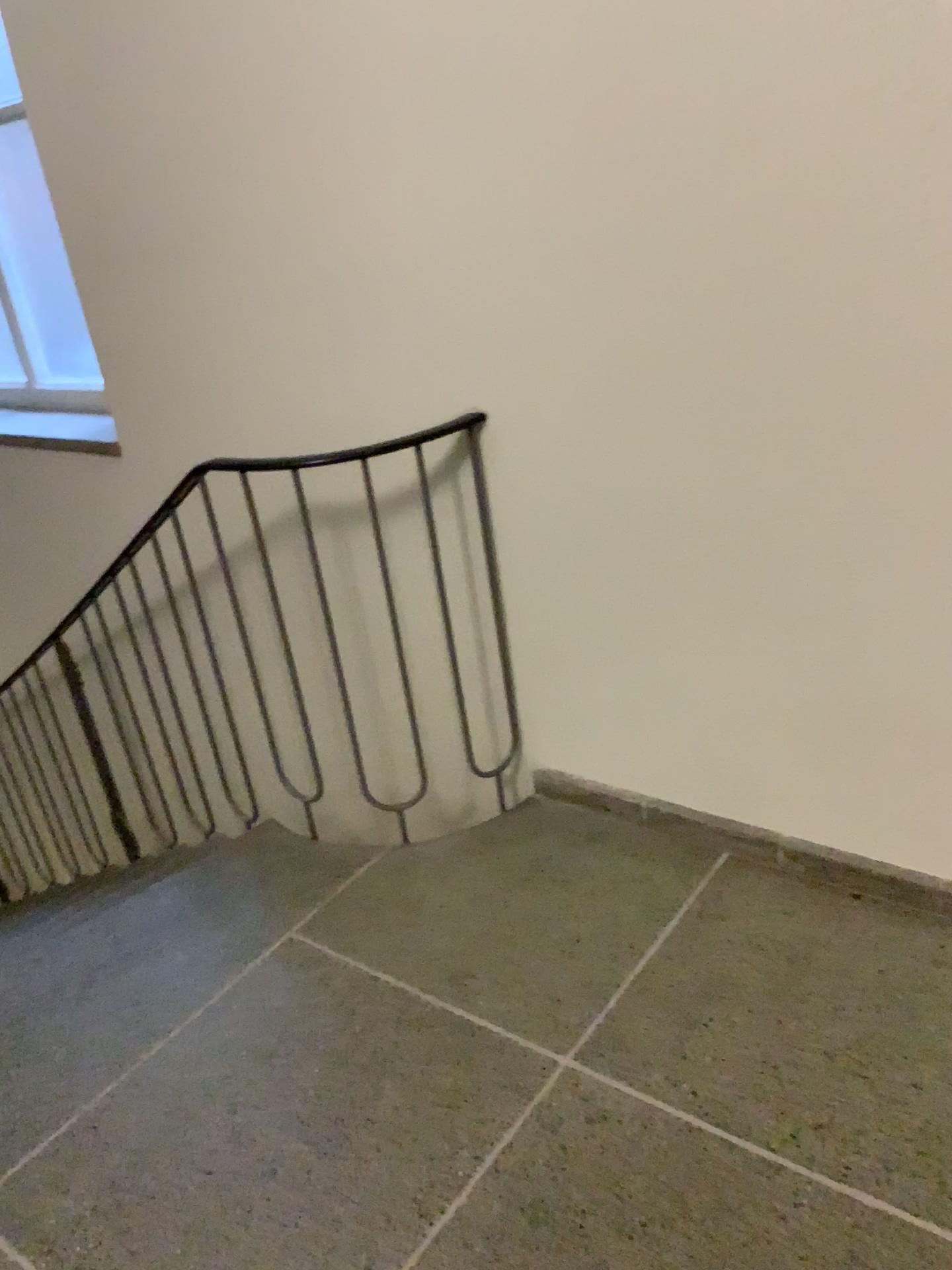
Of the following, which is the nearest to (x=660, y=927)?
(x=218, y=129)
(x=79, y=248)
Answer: (x=218, y=129)
